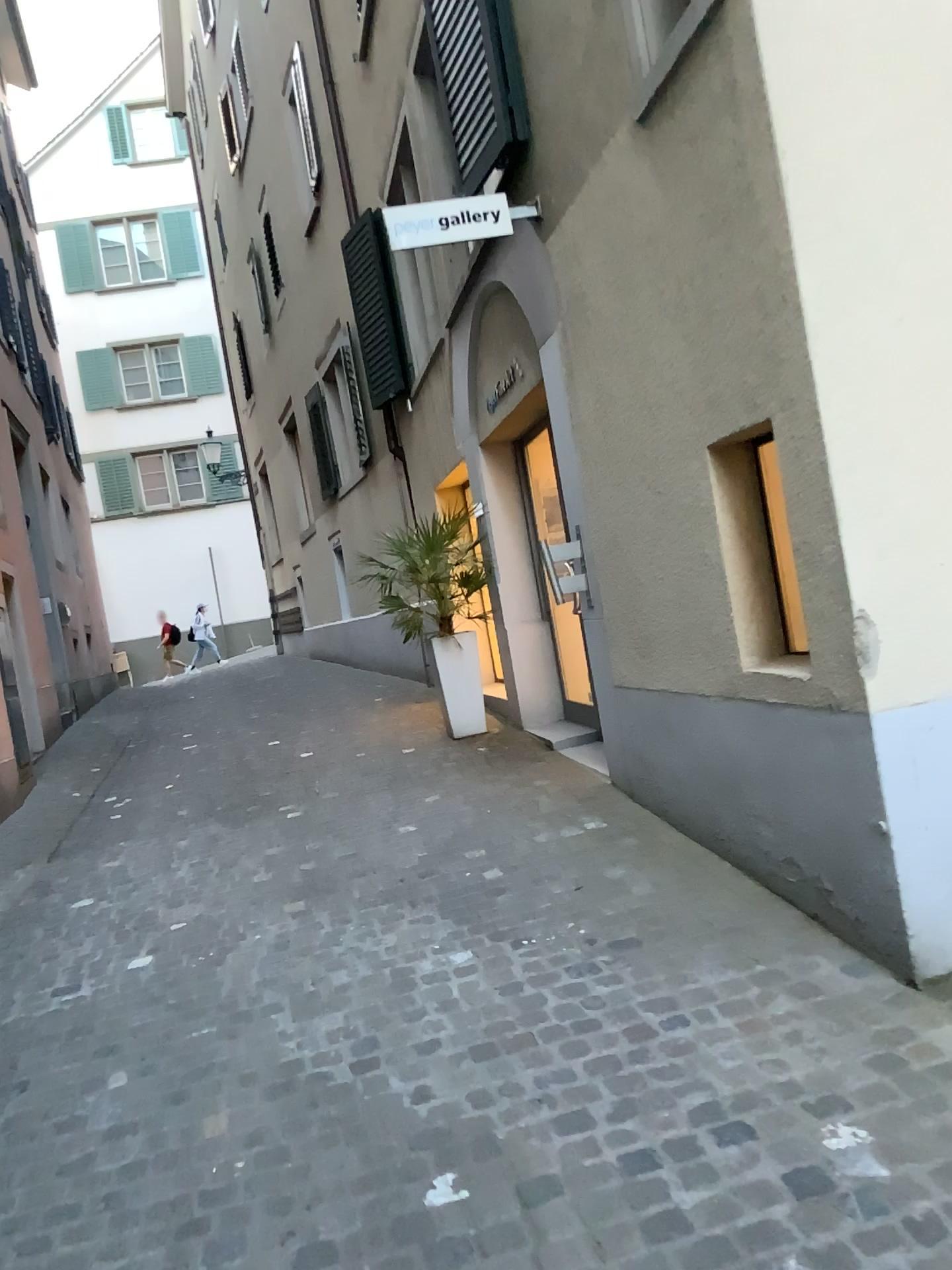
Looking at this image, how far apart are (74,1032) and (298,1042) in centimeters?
82cm
